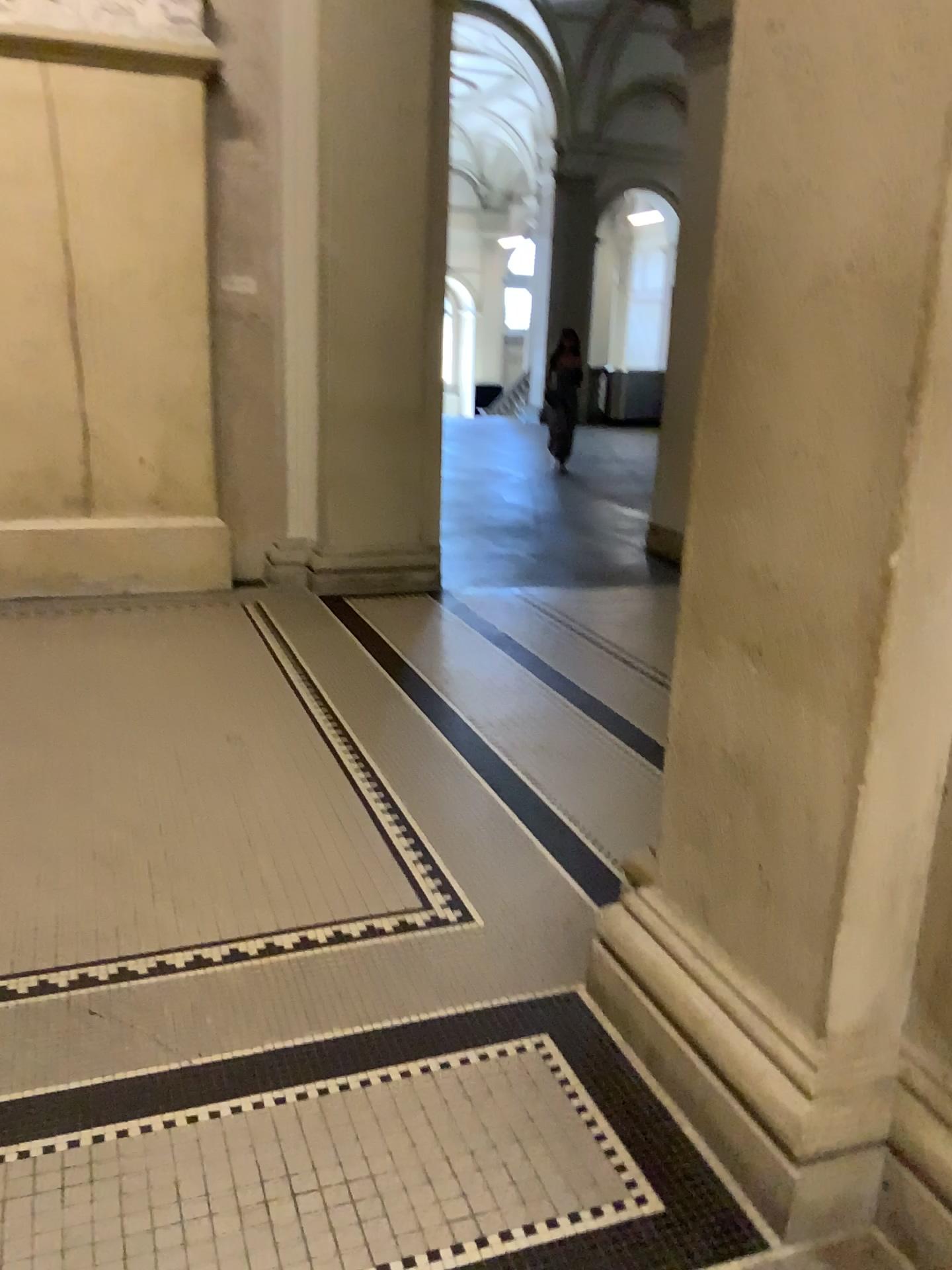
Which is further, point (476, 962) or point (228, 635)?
point (228, 635)
